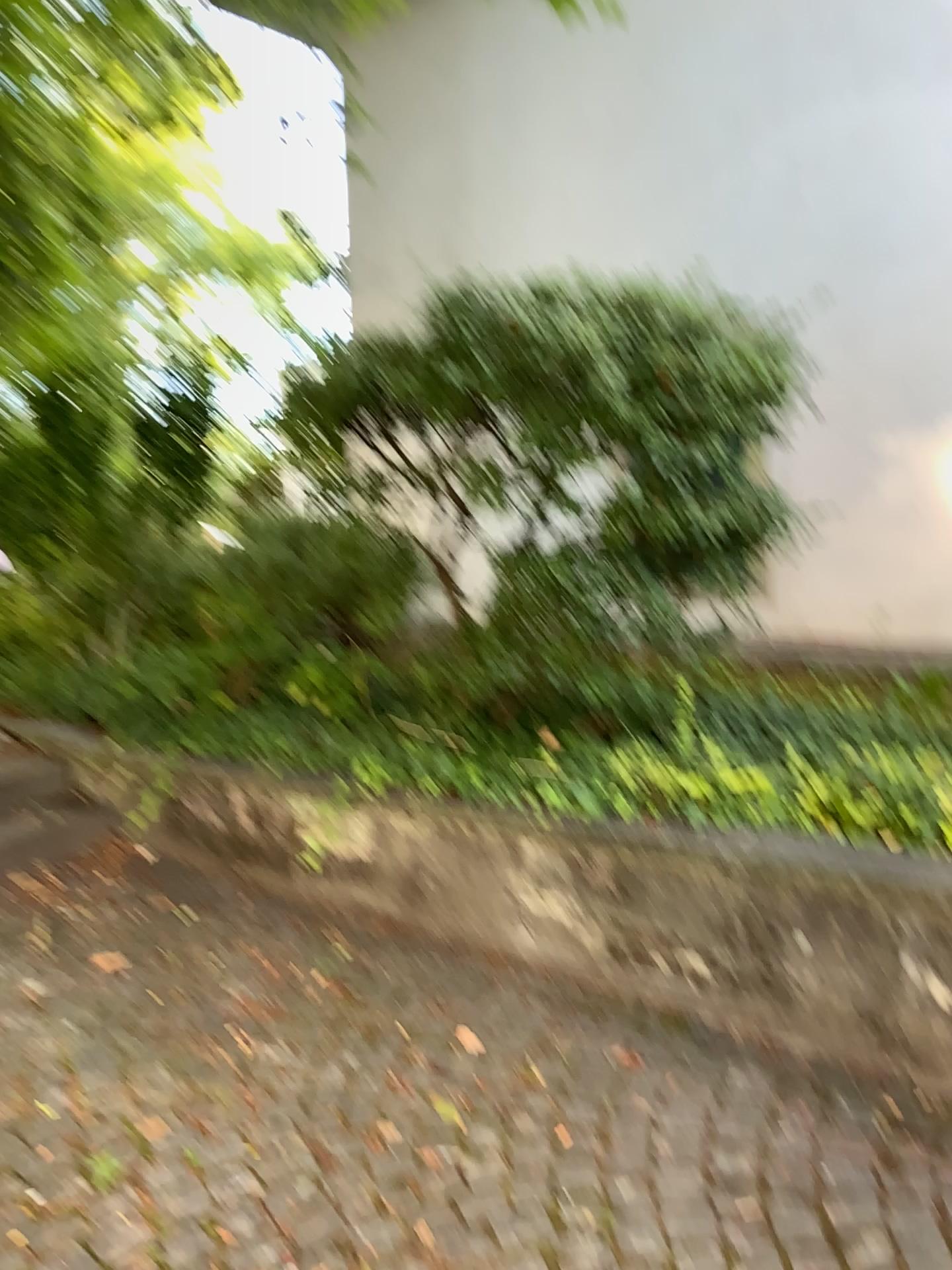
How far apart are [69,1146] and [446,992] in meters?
1.0
